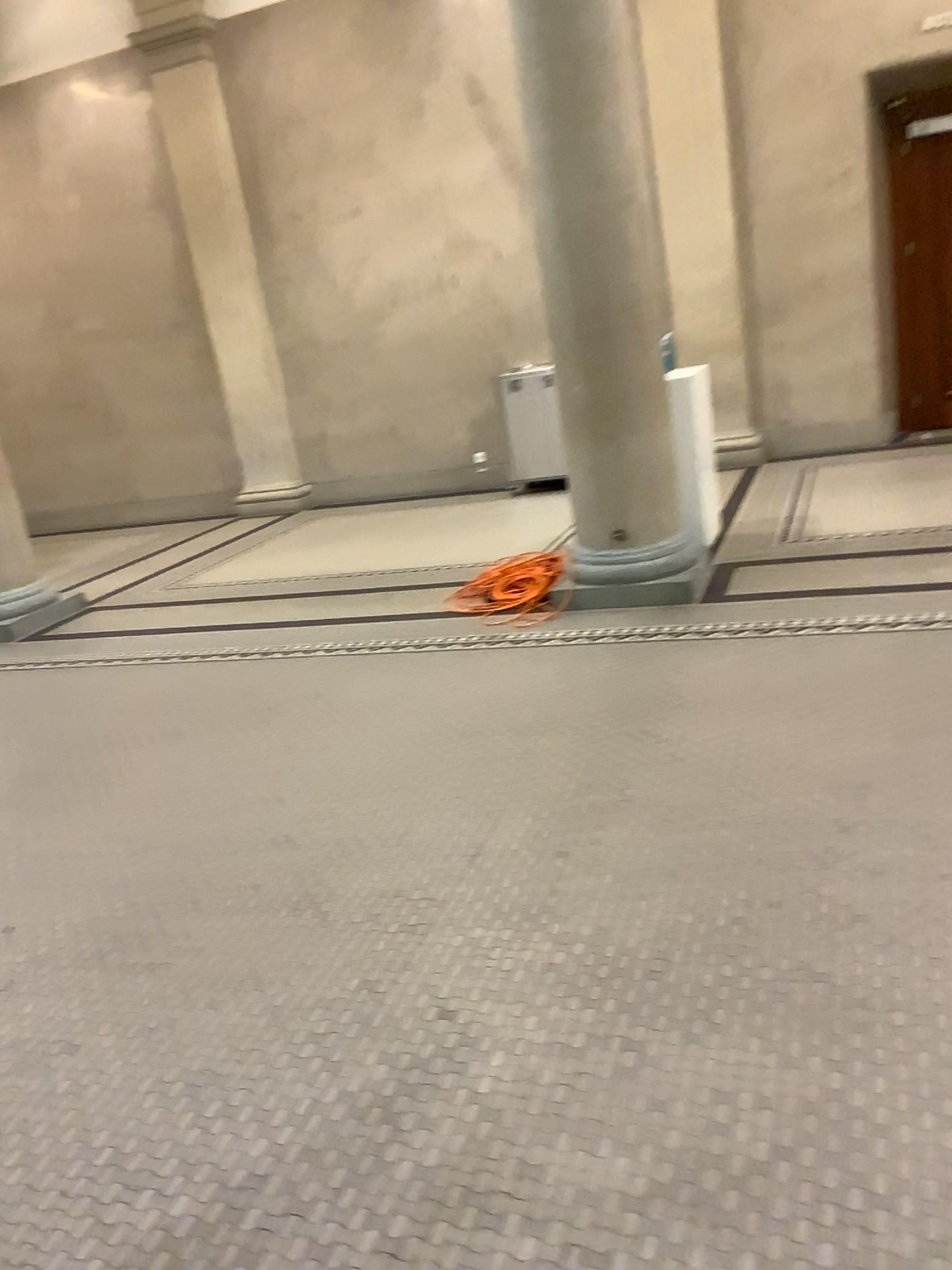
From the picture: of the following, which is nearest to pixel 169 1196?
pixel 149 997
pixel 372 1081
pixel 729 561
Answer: pixel 372 1081
